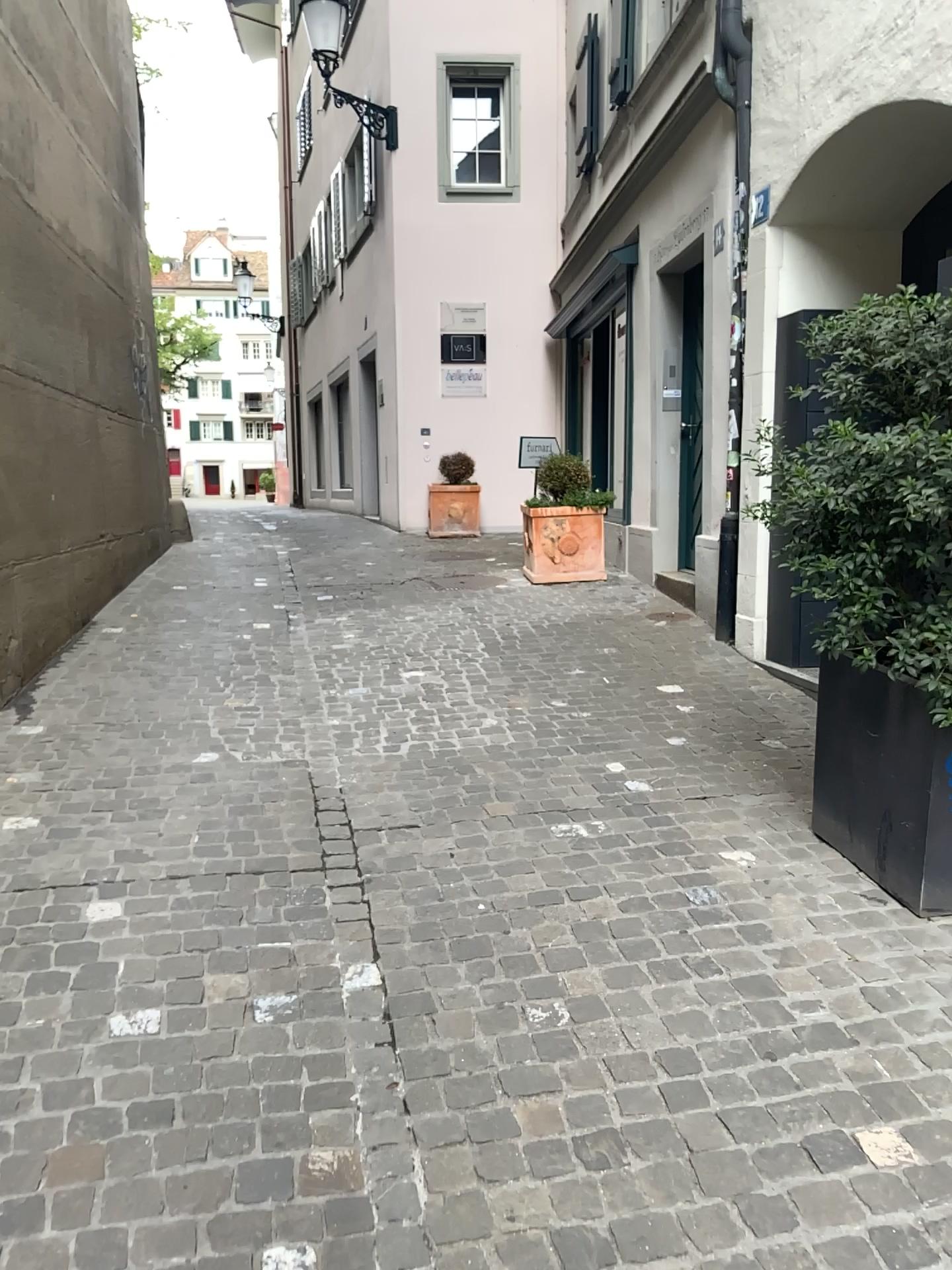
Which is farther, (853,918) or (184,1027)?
(853,918)

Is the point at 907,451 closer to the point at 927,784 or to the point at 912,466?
the point at 912,466

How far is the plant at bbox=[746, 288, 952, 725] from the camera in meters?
2.6 m

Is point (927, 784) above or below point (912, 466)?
below

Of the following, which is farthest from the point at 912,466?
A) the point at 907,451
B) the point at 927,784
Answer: the point at 927,784
